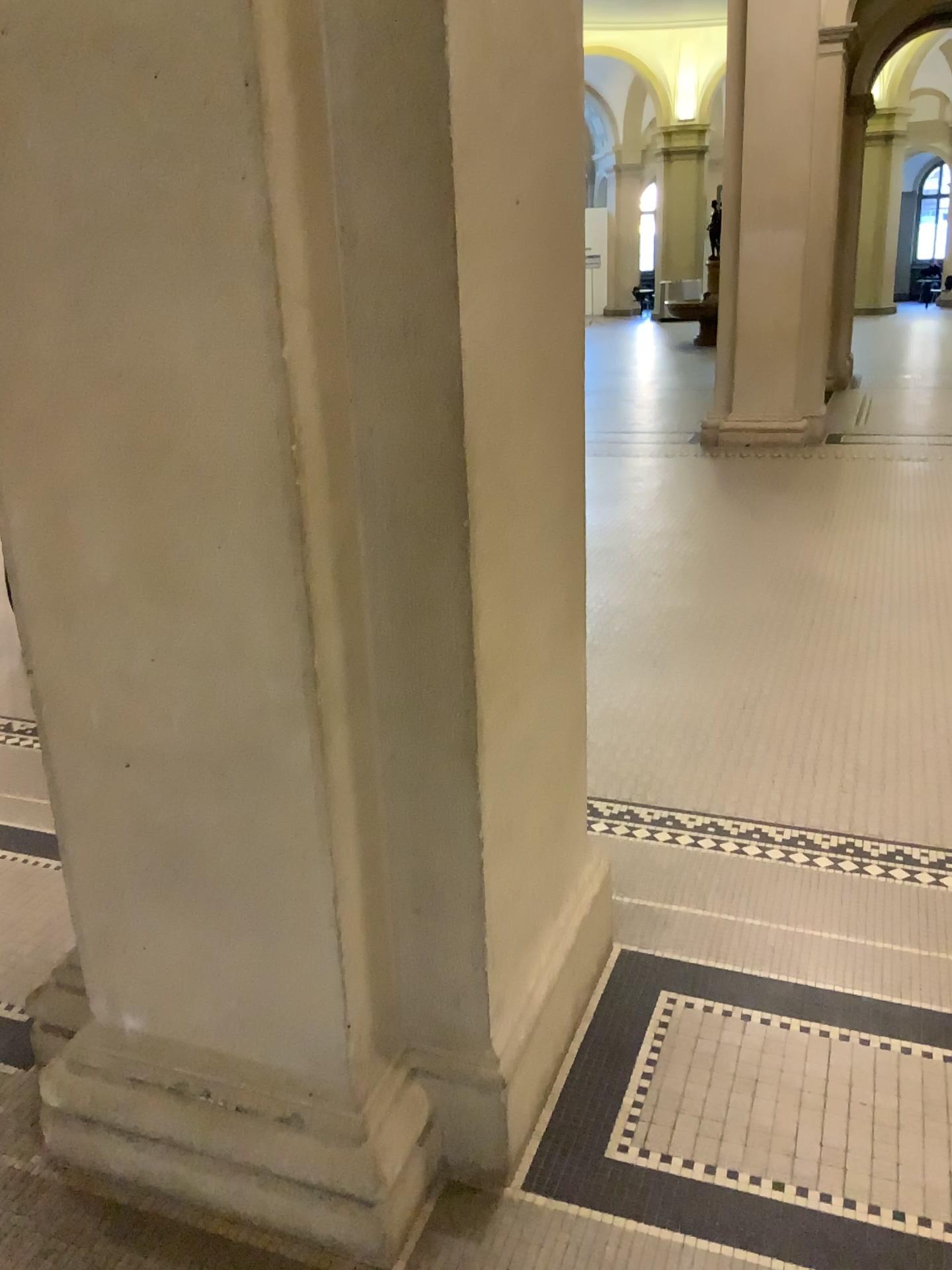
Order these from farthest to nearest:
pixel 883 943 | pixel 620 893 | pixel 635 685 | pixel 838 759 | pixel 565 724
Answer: pixel 635 685
pixel 838 759
pixel 620 893
pixel 883 943
pixel 565 724
